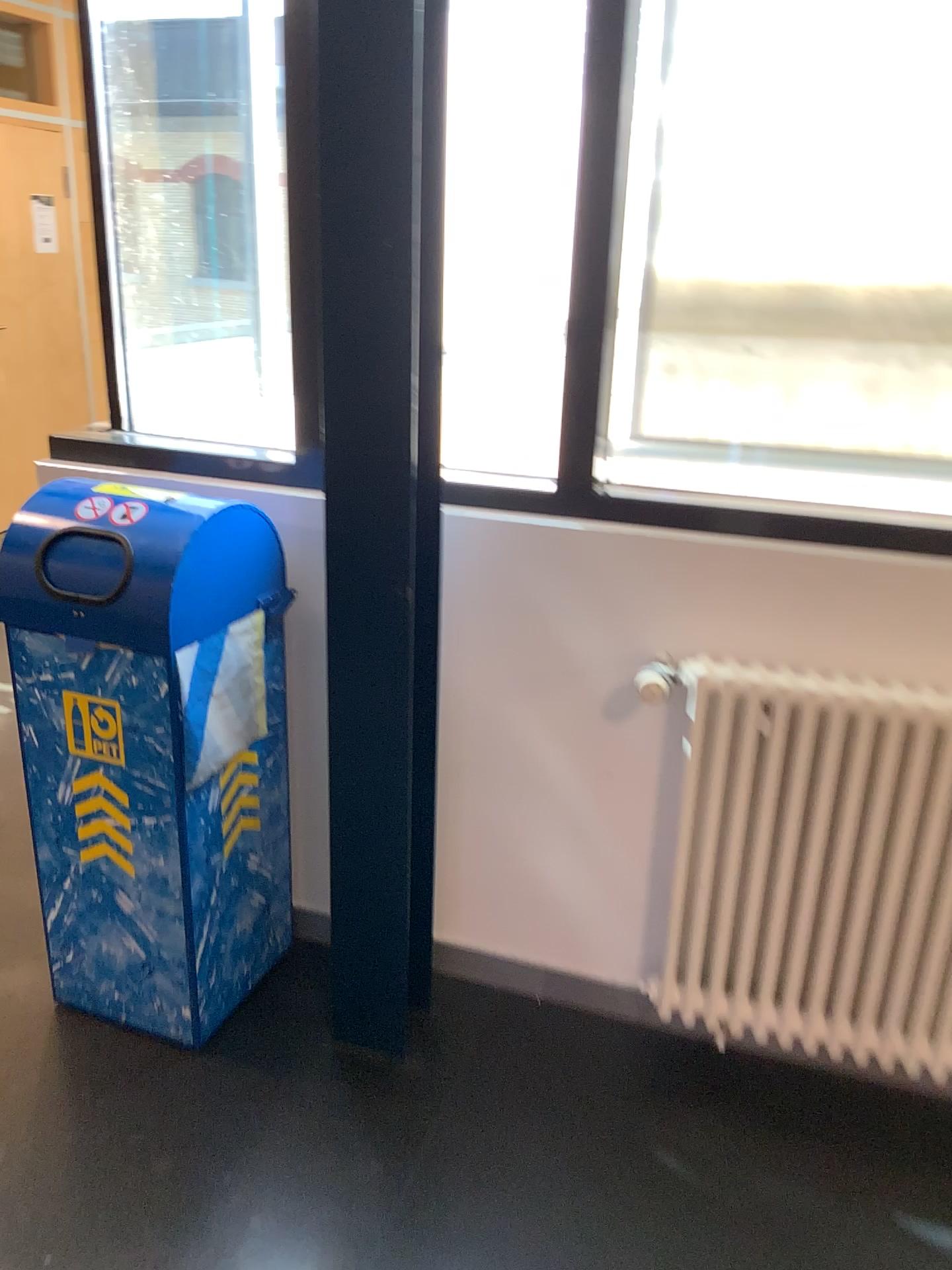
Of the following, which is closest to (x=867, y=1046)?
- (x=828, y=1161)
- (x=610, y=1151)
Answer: (x=828, y=1161)

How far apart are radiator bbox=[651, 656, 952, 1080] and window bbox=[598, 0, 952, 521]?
0.32m

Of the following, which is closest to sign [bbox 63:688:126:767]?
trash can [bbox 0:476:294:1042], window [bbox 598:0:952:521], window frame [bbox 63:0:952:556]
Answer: trash can [bbox 0:476:294:1042]

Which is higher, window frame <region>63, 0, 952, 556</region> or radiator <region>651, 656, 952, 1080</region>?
window frame <region>63, 0, 952, 556</region>

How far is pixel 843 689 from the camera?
1.8m

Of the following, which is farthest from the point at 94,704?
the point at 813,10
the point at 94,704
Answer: the point at 813,10

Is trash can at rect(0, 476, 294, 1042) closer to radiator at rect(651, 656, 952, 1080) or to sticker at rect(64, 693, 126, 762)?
sticker at rect(64, 693, 126, 762)

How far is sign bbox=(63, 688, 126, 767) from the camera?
1.9m

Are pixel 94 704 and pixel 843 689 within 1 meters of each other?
no

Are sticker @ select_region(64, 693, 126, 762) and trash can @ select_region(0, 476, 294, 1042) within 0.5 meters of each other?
yes
